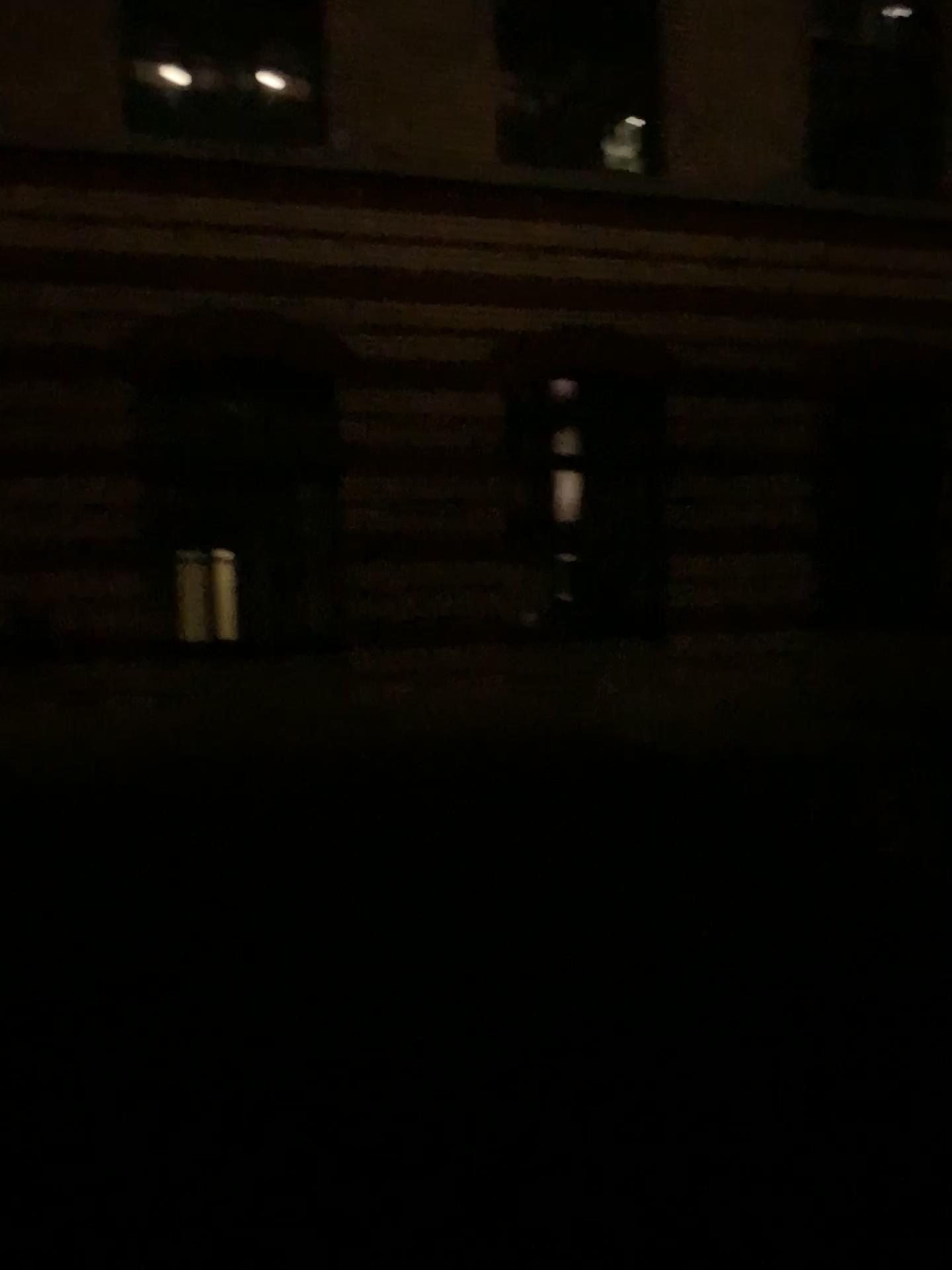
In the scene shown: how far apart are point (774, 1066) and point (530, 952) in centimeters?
125cm
